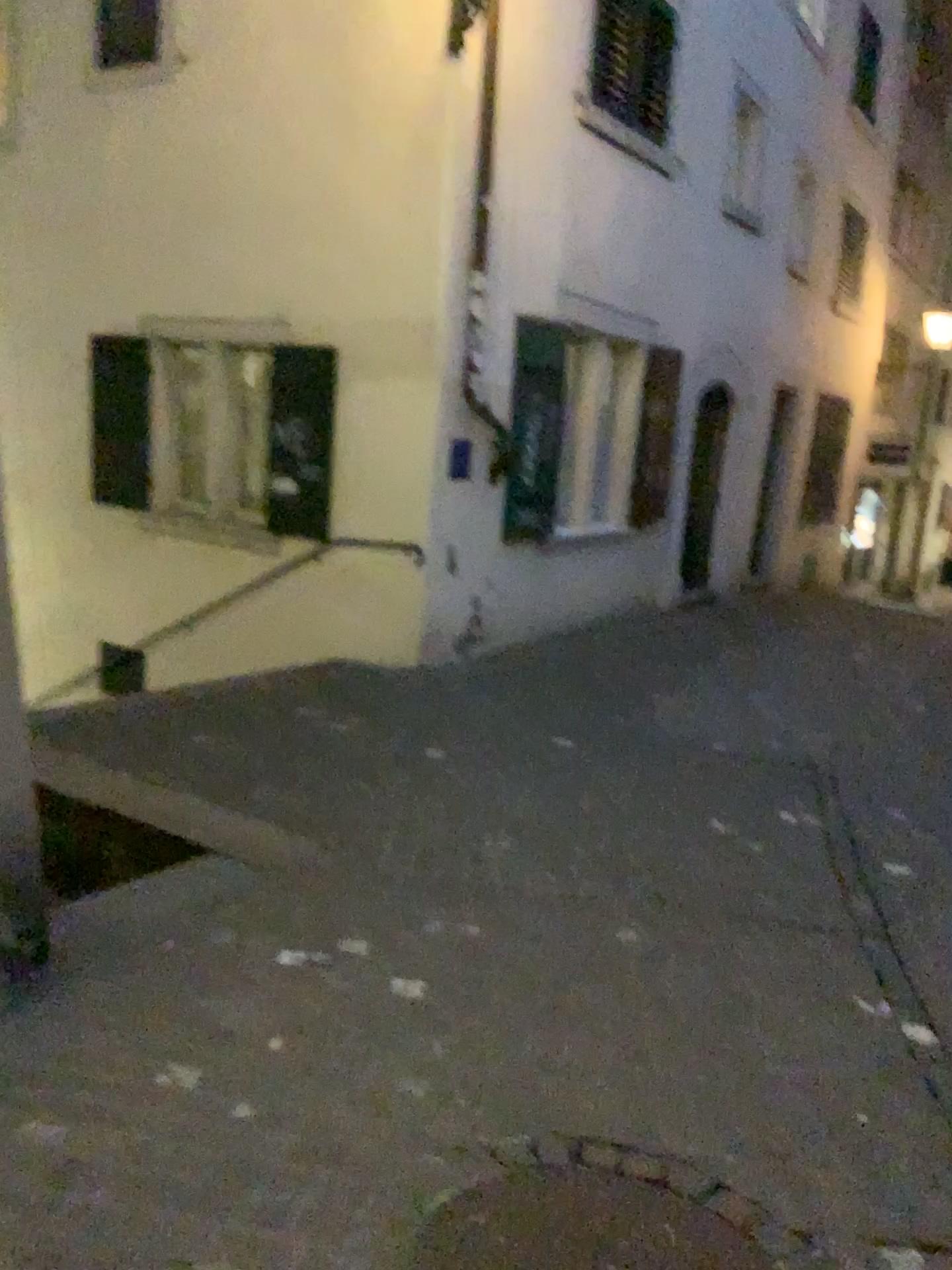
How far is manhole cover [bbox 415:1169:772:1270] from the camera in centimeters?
189cm

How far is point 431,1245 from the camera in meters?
1.9 m

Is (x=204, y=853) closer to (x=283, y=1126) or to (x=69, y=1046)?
(x=69, y=1046)
